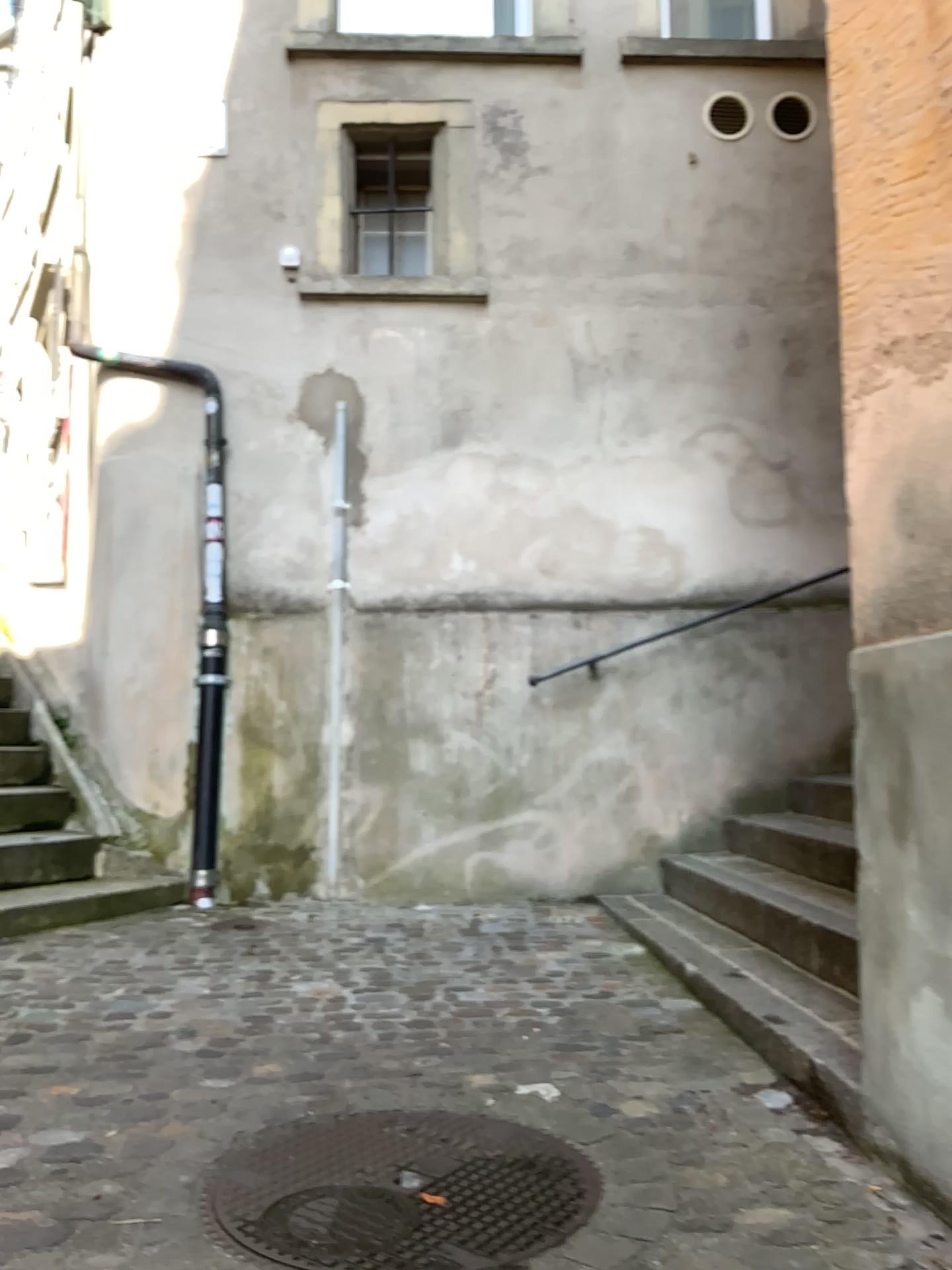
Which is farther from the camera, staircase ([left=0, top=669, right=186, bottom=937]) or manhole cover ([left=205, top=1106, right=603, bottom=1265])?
staircase ([left=0, top=669, right=186, bottom=937])

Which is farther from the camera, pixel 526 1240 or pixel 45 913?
pixel 45 913

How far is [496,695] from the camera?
4.83m
